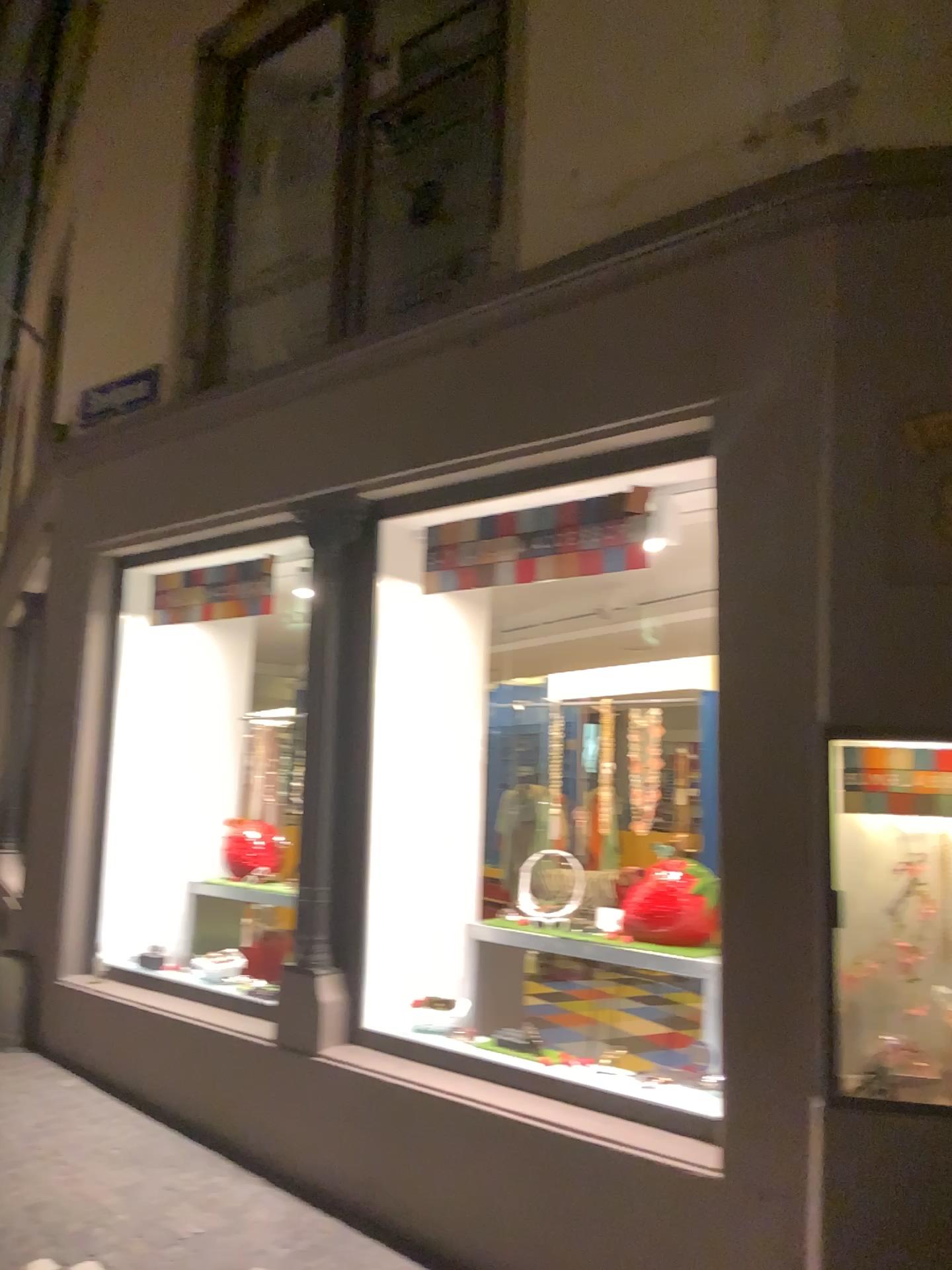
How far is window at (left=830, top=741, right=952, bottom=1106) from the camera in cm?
276

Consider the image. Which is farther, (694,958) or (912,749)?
(694,958)

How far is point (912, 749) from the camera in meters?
2.8

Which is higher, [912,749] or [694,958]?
[912,749]

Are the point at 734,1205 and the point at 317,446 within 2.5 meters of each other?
no

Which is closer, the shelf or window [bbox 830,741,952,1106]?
window [bbox 830,741,952,1106]
